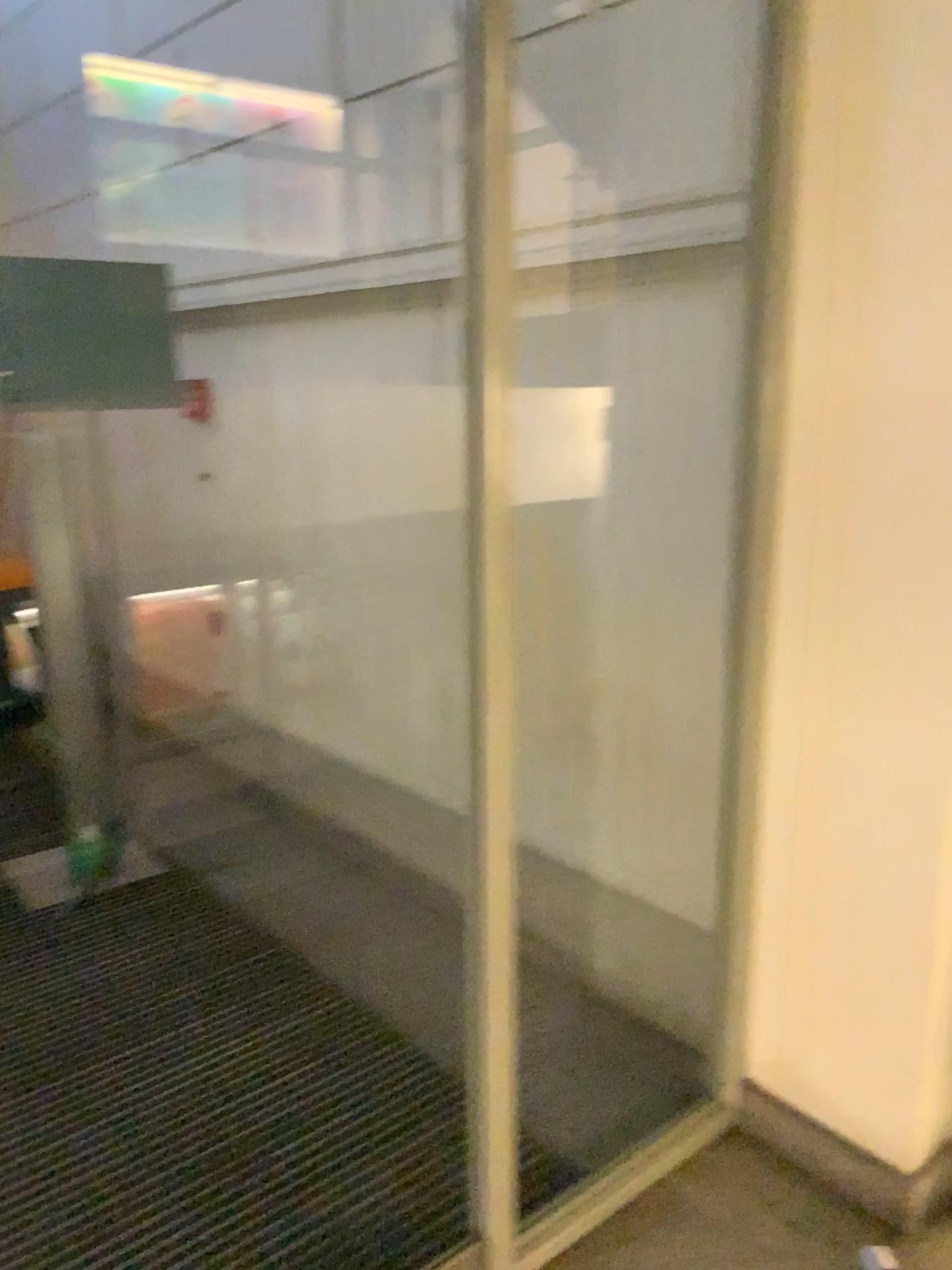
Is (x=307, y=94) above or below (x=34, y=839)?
above

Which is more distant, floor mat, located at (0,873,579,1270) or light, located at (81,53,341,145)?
light, located at (81,53,341,145)

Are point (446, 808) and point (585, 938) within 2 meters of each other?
yes

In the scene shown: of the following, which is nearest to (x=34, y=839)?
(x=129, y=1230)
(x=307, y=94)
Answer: (x=129, y=1230)

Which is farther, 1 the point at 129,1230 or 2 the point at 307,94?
2 the point at 307,94

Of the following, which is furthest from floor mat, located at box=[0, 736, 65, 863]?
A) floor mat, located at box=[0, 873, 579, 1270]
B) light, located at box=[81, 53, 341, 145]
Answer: light, located at box=[81, 53, 341, 145]

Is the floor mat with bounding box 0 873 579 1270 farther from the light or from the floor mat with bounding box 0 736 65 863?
the light

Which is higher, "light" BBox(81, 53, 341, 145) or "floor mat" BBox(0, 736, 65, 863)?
"light" BBox(81, 53, 341, 145)
